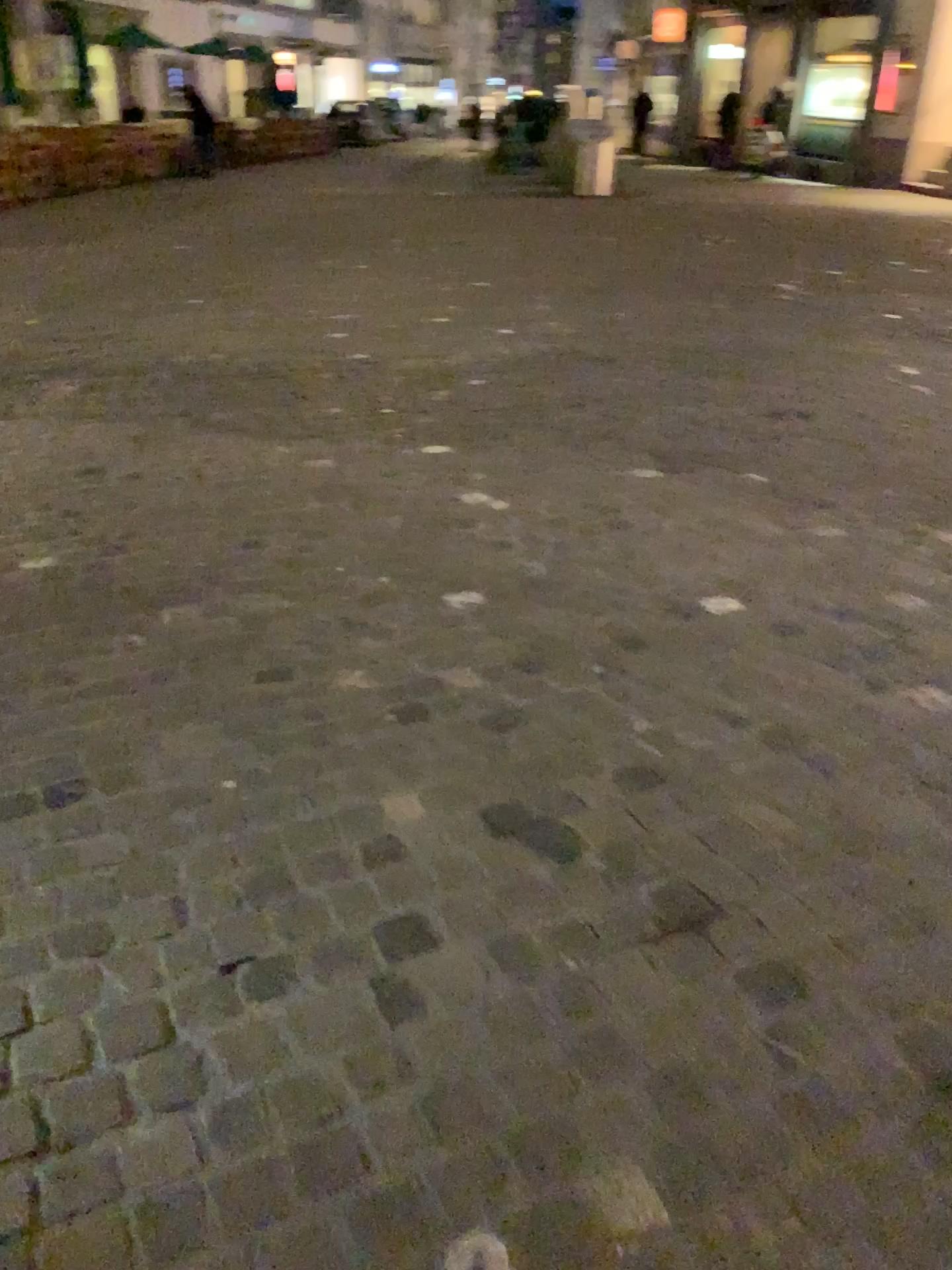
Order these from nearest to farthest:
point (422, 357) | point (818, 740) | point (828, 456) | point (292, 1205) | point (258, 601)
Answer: point (292, 1205) → point (818, 740) → point (258, 601) → point (828, 456) → point (422, 357)
